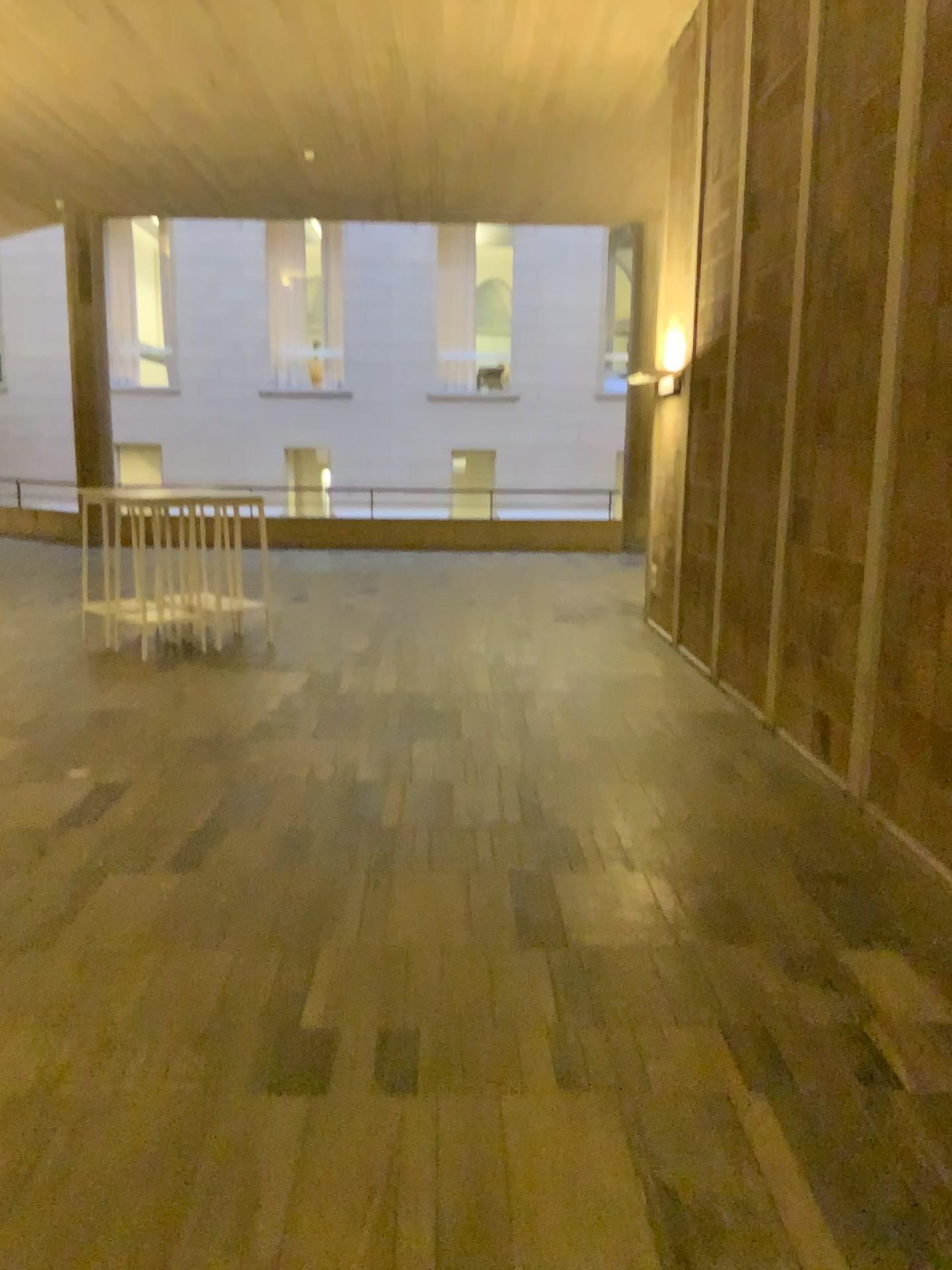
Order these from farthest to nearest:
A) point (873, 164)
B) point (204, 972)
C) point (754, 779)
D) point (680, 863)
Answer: point (754, 779), point (873, 164), point (680, 863), point (204, 972)
